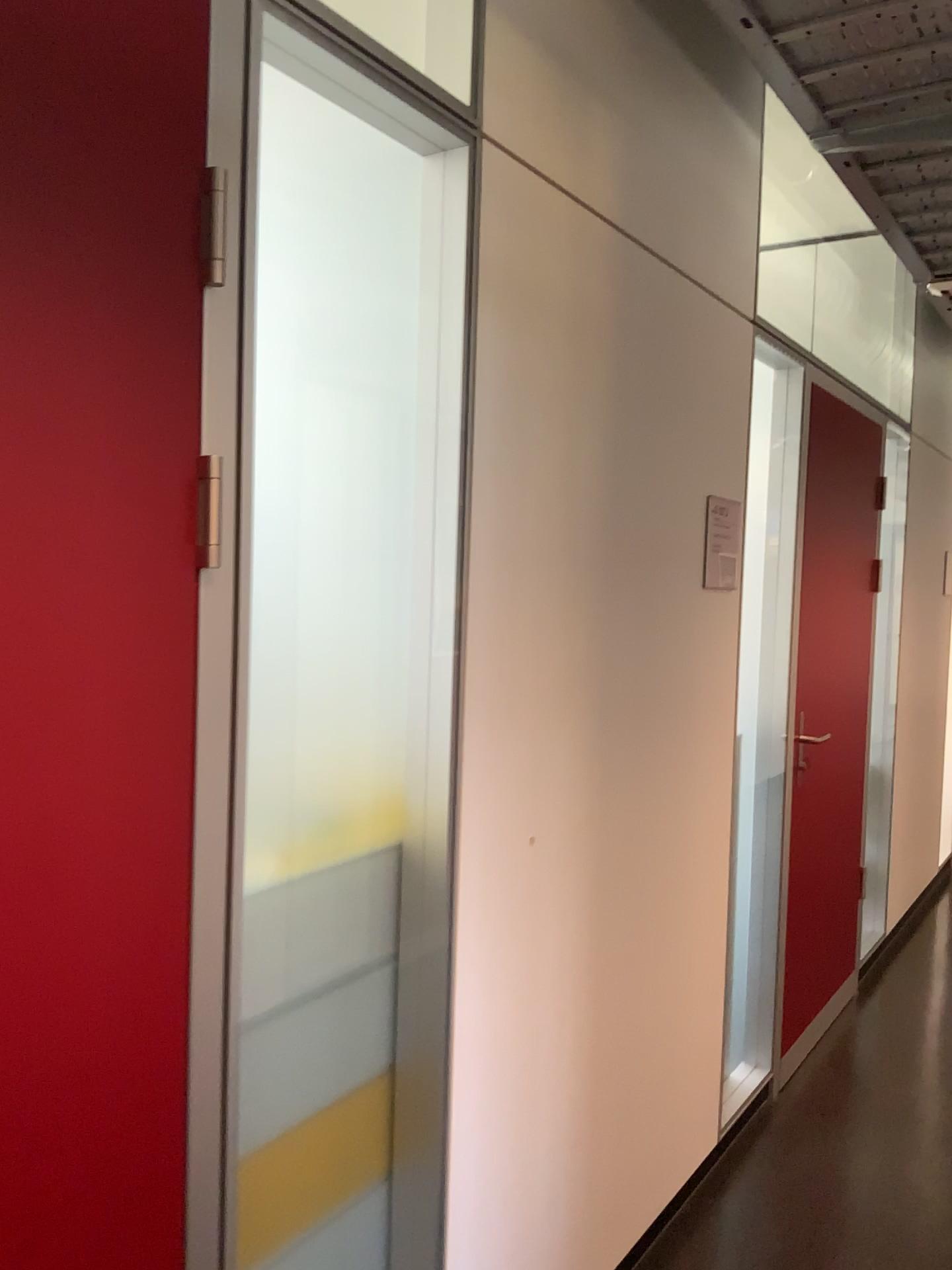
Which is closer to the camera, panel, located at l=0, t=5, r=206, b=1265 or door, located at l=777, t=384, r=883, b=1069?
panel, located at l=0, t=5, r=206, b=1265

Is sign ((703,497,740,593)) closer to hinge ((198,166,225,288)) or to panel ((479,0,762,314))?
panel ((479,0,762,314))

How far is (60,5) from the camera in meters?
1.0

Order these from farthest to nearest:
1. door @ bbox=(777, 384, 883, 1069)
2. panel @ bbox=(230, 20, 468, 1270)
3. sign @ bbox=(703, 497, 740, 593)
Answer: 1. door @ bbox=(777, 384, 883, 1069)
2. sign @ bbox=(703, 497, 740, 593)
3. panel @ bbox=(230, 20, 468, 1270)

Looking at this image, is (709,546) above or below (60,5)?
below

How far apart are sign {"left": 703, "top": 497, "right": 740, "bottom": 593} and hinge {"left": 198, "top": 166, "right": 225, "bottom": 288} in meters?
1.6 m

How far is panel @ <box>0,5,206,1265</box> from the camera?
1.0 meters

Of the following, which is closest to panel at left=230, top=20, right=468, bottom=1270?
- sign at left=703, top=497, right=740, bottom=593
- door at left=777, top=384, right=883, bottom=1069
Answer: sign at left=703, top=497, right=740, bottom=593

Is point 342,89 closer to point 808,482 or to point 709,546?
point 709,546

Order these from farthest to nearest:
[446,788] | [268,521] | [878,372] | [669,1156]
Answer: [878,372] → [669,1156] → [446,788] → [268,521]
